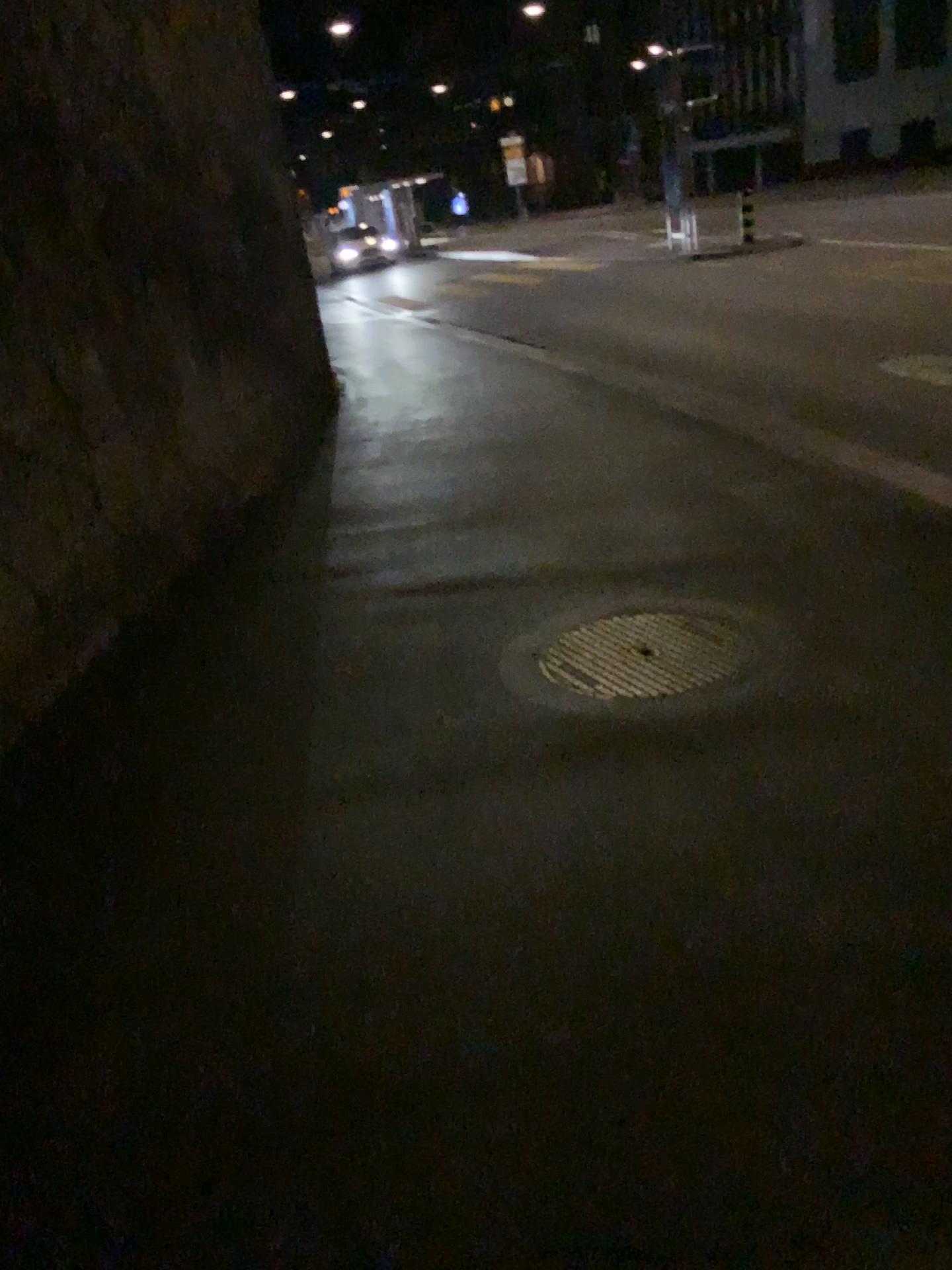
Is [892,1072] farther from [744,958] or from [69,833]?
[69,833]
